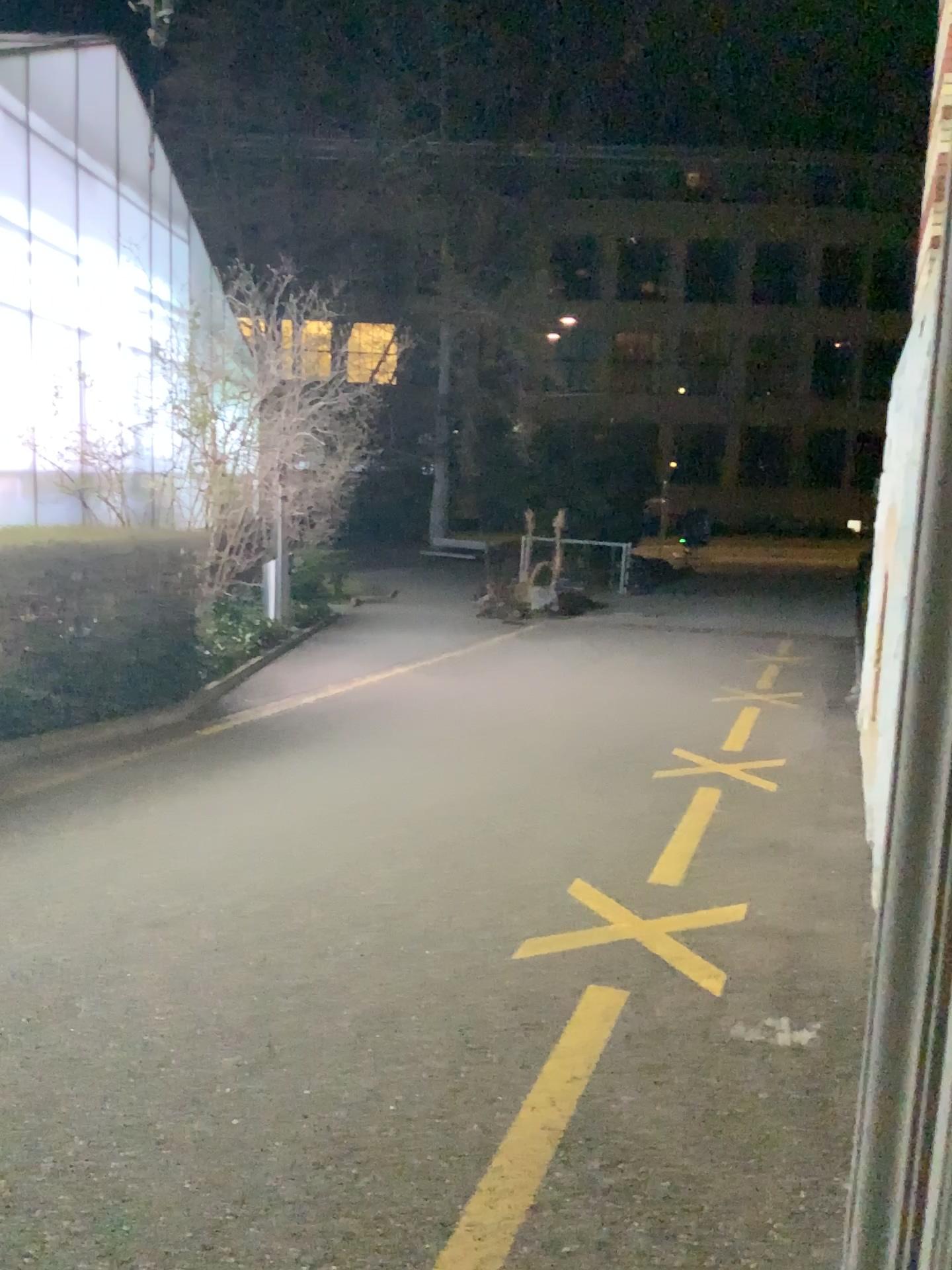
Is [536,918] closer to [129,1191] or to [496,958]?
[496,958]
